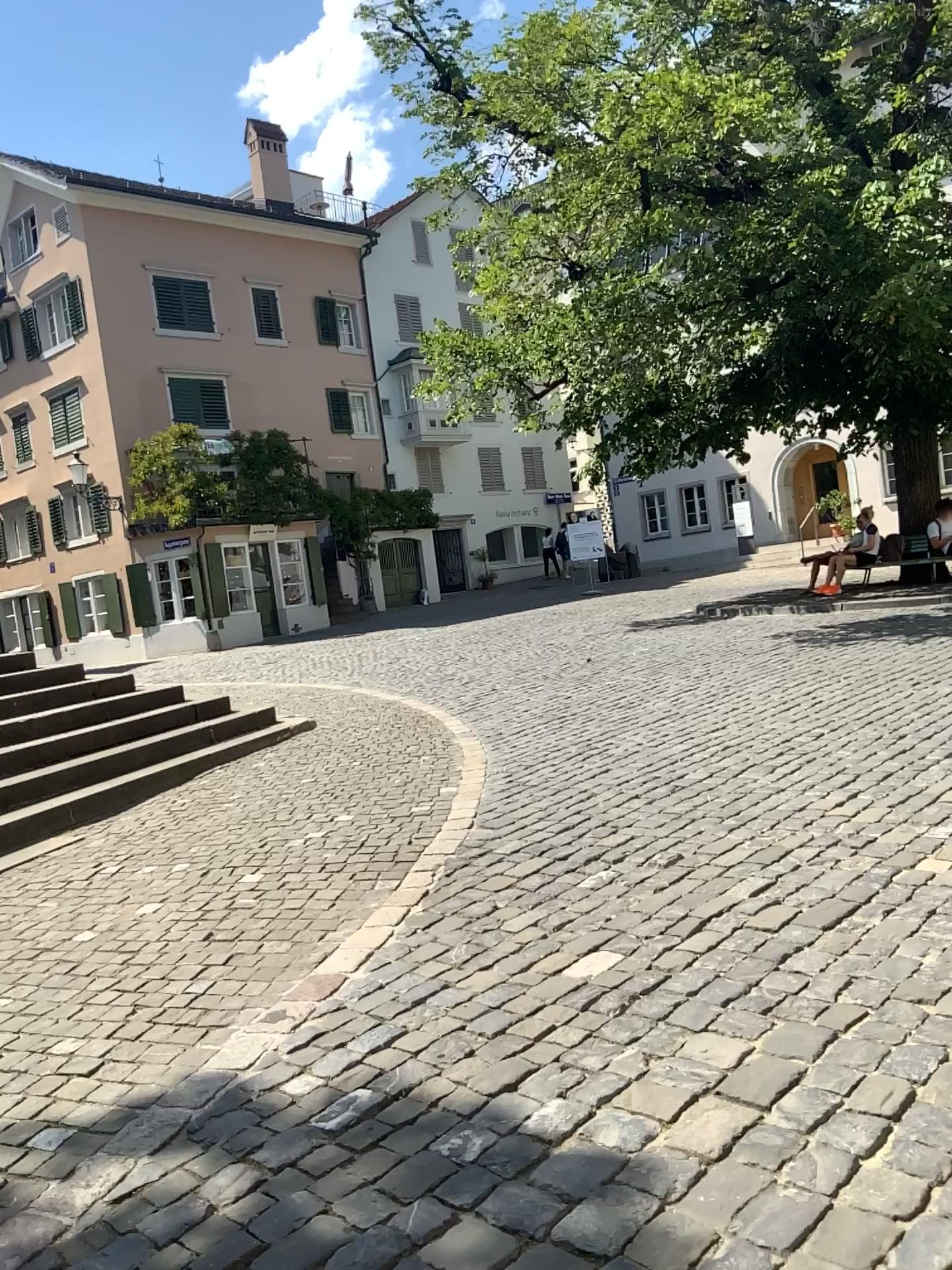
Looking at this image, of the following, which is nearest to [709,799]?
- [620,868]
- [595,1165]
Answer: [620,868]
